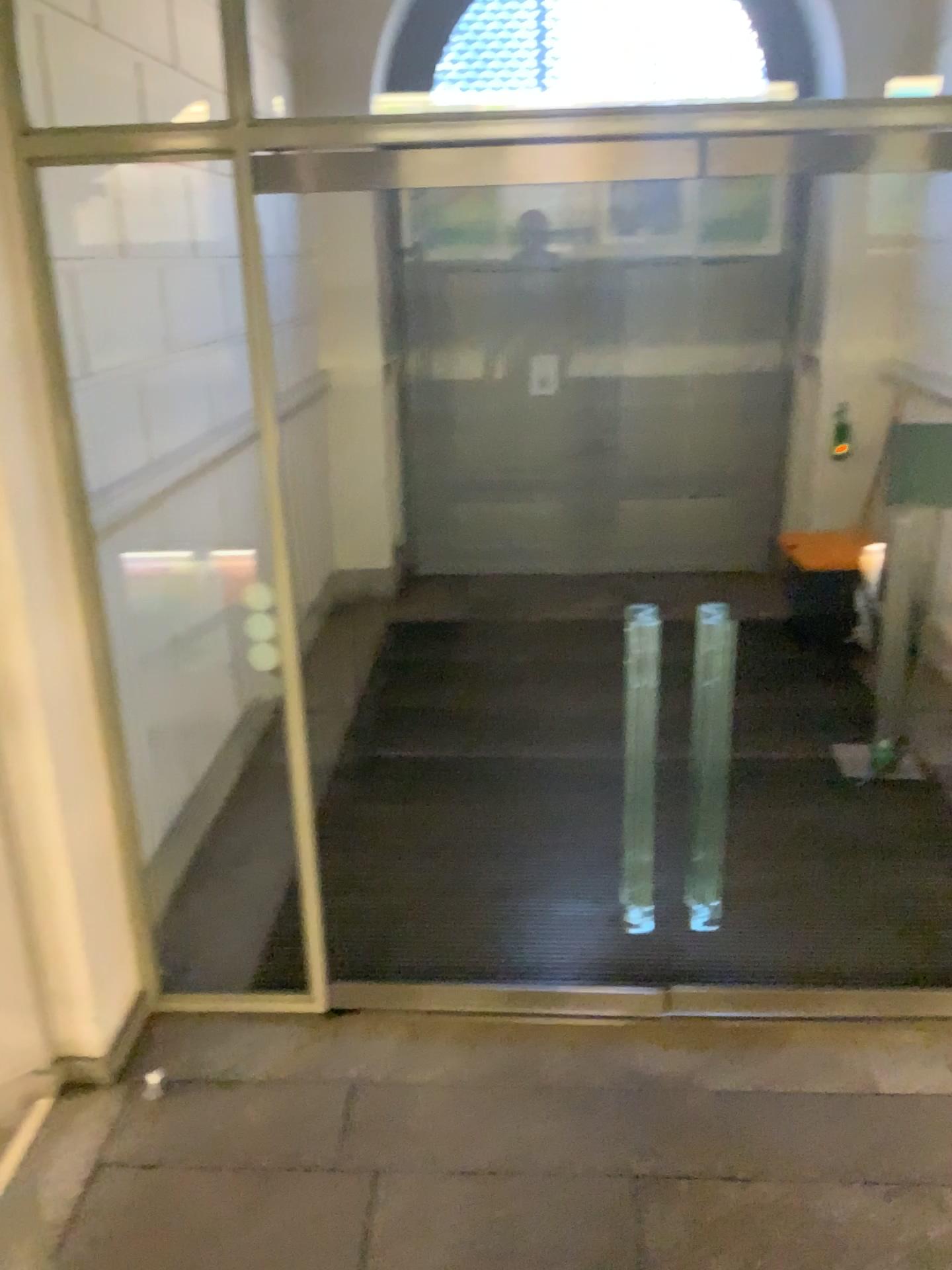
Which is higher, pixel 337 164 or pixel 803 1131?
pixel 337 164
